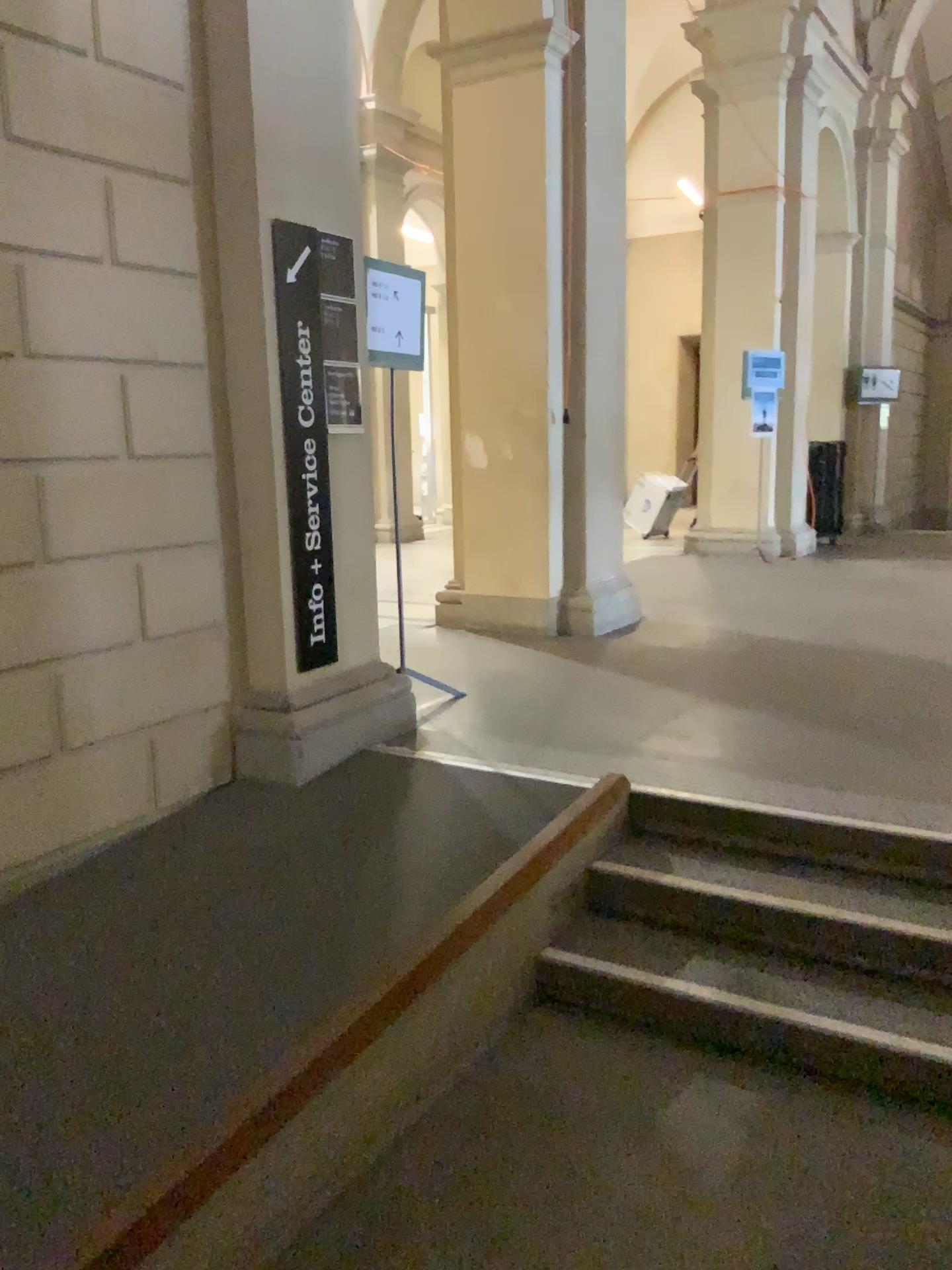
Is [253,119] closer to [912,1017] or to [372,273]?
[372,273]

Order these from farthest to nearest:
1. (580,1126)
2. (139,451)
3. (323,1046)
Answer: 1. (139,451)
2. (580,1126)
3. (323,1046)

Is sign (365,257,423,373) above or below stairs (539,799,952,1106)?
above

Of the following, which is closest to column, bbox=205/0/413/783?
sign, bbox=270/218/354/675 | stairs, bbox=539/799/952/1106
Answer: sign, bbox=270/218/354/675

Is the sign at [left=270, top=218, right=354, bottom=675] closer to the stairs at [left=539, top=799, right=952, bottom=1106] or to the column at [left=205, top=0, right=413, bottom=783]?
the column at [left=205, top=0, right=413, bottom=783]

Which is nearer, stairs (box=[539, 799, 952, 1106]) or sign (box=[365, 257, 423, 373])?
stairs (box=[539, 799, 952, 1106])

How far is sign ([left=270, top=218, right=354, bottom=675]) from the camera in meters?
3.6

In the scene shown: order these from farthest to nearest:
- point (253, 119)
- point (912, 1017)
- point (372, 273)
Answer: point (372, 273) < point (253, 119) < point (912, 1017)

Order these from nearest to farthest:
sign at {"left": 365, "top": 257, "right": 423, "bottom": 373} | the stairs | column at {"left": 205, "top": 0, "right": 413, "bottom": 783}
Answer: the stairs, column at {"left": 205, "top": 0, "right": 413, "bottom": 783}, sign at {"left": 365, "top": 257, "right": 423, "bottom": 373}

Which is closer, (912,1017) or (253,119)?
(912,1017)
